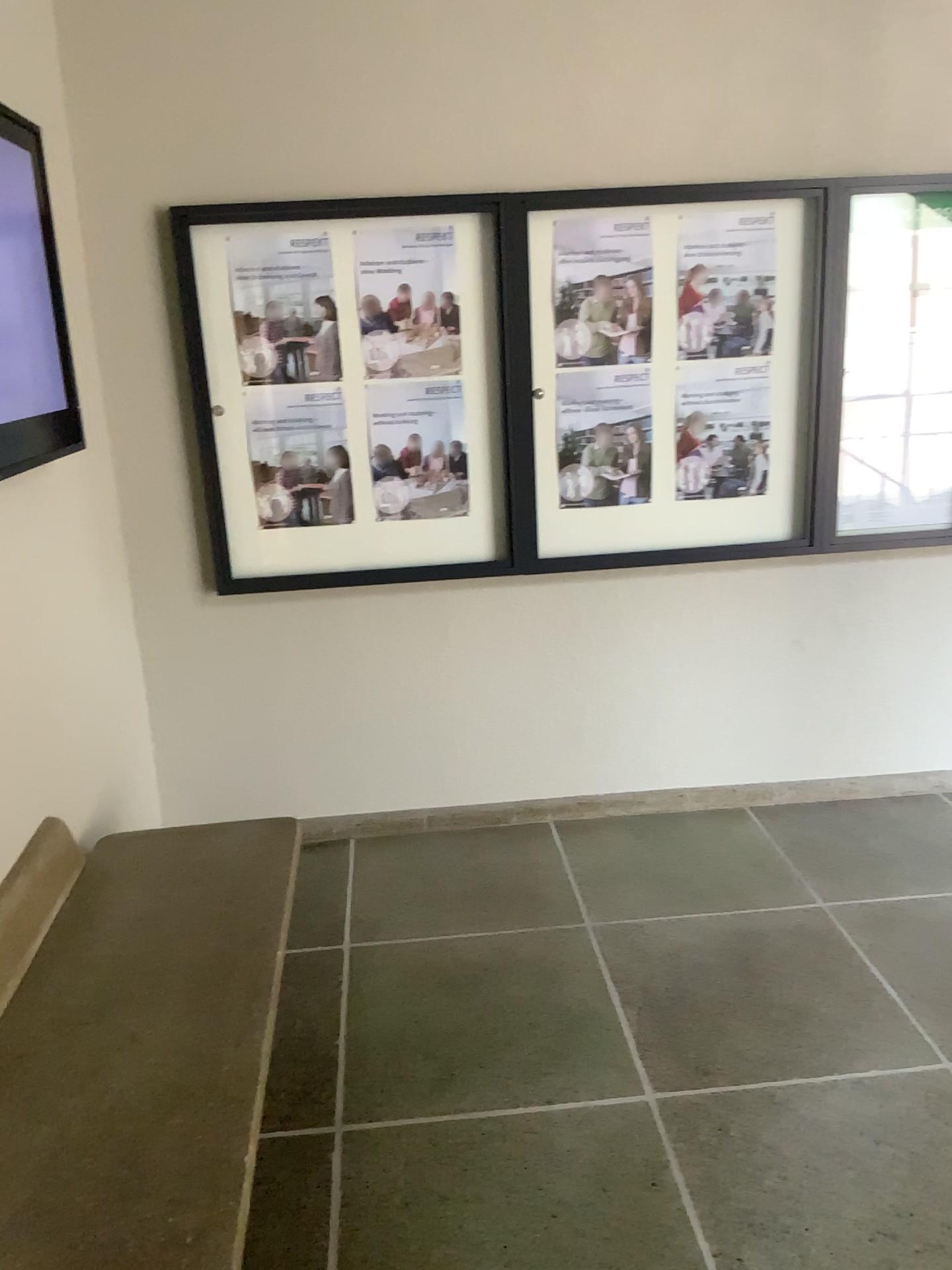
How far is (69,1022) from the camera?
1.89m

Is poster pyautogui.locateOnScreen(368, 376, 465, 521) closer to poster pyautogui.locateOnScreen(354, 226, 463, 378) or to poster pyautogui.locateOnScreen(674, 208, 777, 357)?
poster pyautogui.locateOnScreen(354, 226, 463, 378)

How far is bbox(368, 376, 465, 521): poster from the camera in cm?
322

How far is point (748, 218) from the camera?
3.2m

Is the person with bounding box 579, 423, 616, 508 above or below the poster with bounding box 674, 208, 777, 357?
below

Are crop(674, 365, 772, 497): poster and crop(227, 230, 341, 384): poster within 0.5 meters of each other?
no

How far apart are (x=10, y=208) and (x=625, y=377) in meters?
1.8

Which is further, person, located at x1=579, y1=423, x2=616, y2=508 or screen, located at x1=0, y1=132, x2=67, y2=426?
person, located at x1=579, y1=423, x2=616, y2=508

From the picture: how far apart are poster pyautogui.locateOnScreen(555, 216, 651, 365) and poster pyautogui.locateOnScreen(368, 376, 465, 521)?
0.3 meters

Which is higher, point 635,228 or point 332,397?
point 635,228
